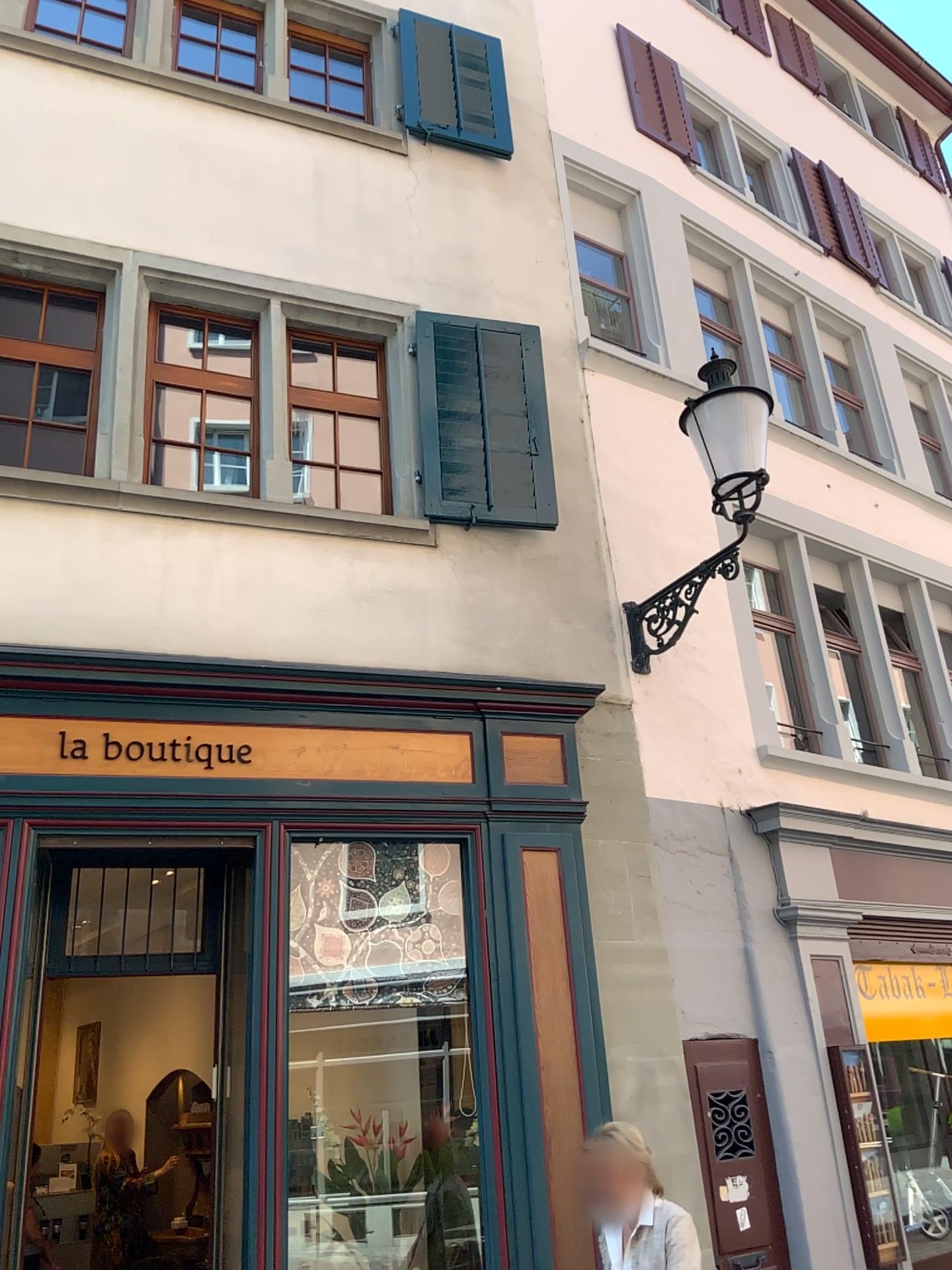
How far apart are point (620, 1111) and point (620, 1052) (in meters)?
0.25
